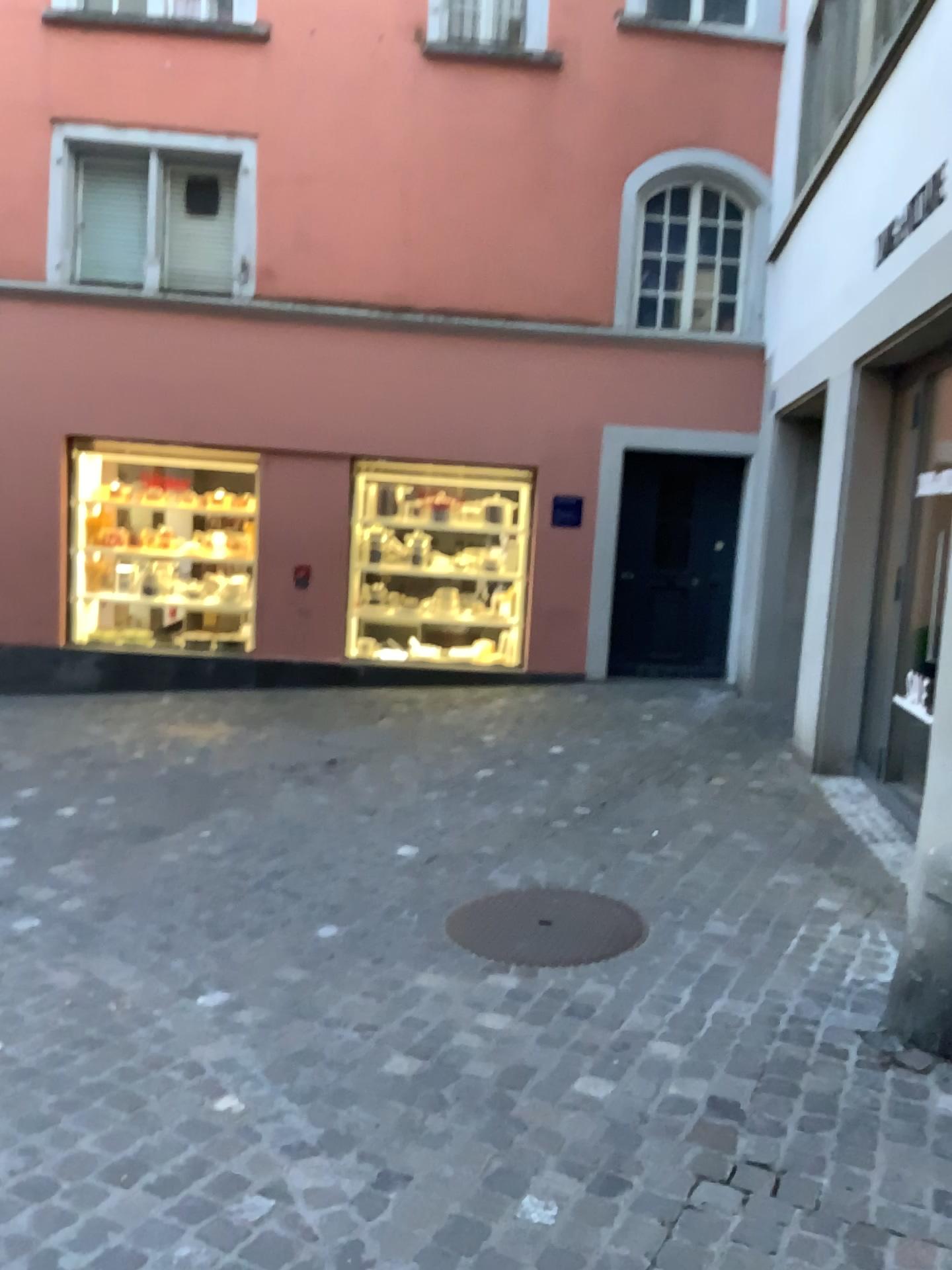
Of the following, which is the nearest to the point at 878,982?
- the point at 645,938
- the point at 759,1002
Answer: the point at 759,1002
